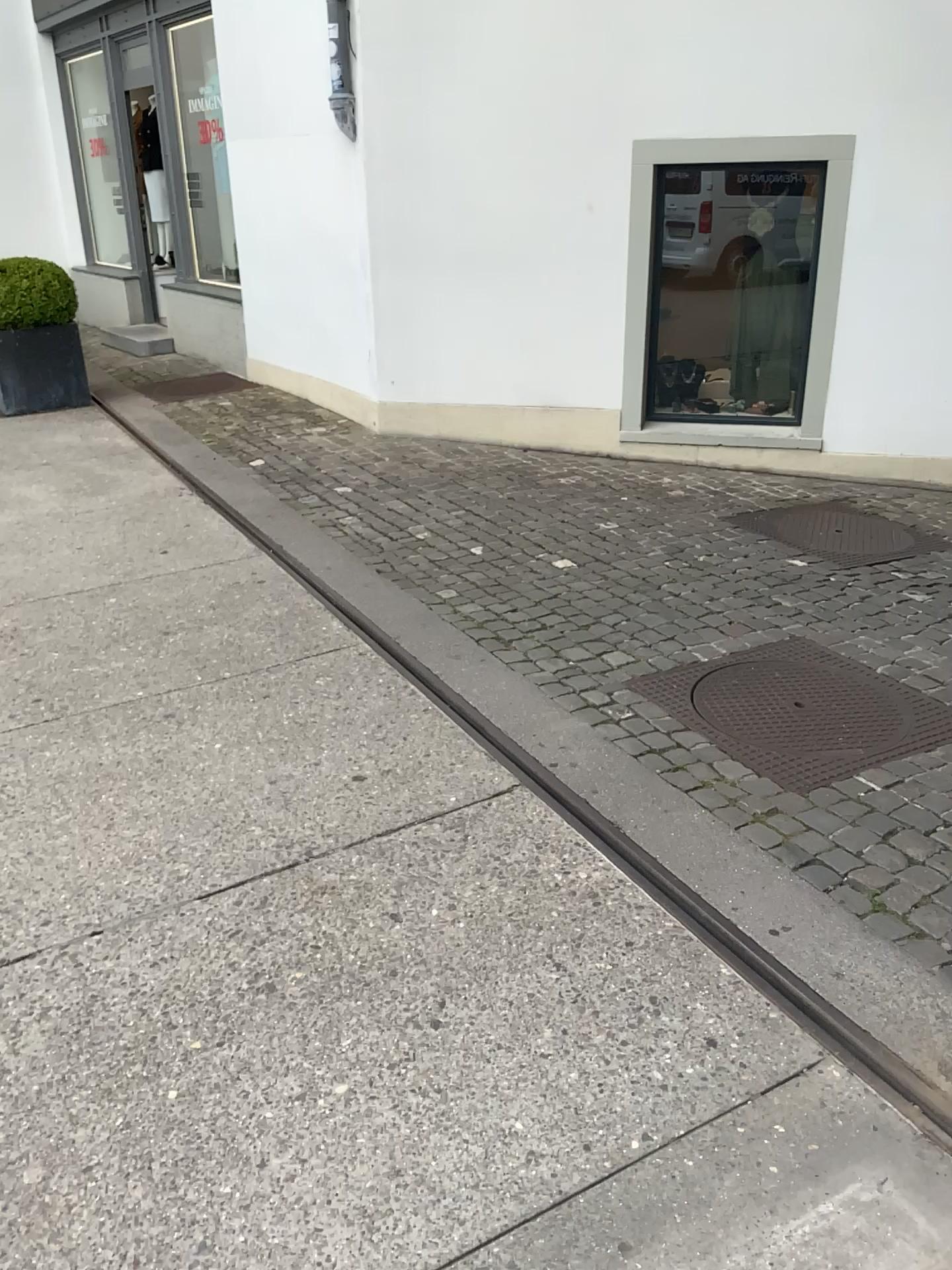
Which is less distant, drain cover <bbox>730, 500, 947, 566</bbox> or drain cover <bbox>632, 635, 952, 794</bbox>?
drain cover <bbox>632, 635, 952, 794</bbox>

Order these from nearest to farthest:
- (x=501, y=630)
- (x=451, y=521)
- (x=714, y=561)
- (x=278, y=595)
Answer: (x=501, y=630) < (x=278, y=595) < (x=714, y=561) < (x=451, y=521)

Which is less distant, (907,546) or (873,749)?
(873,749)
